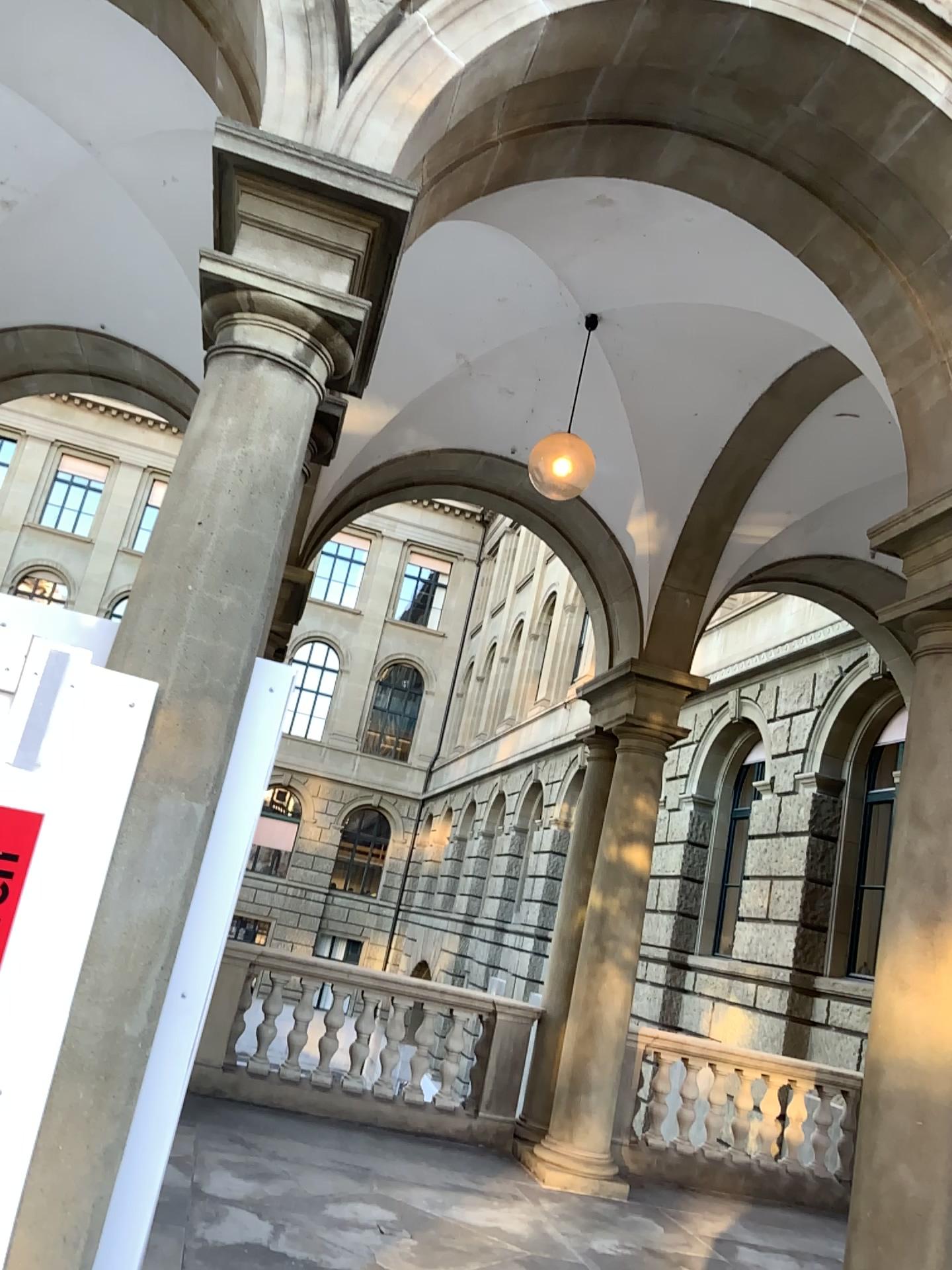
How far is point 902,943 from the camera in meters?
3.9
